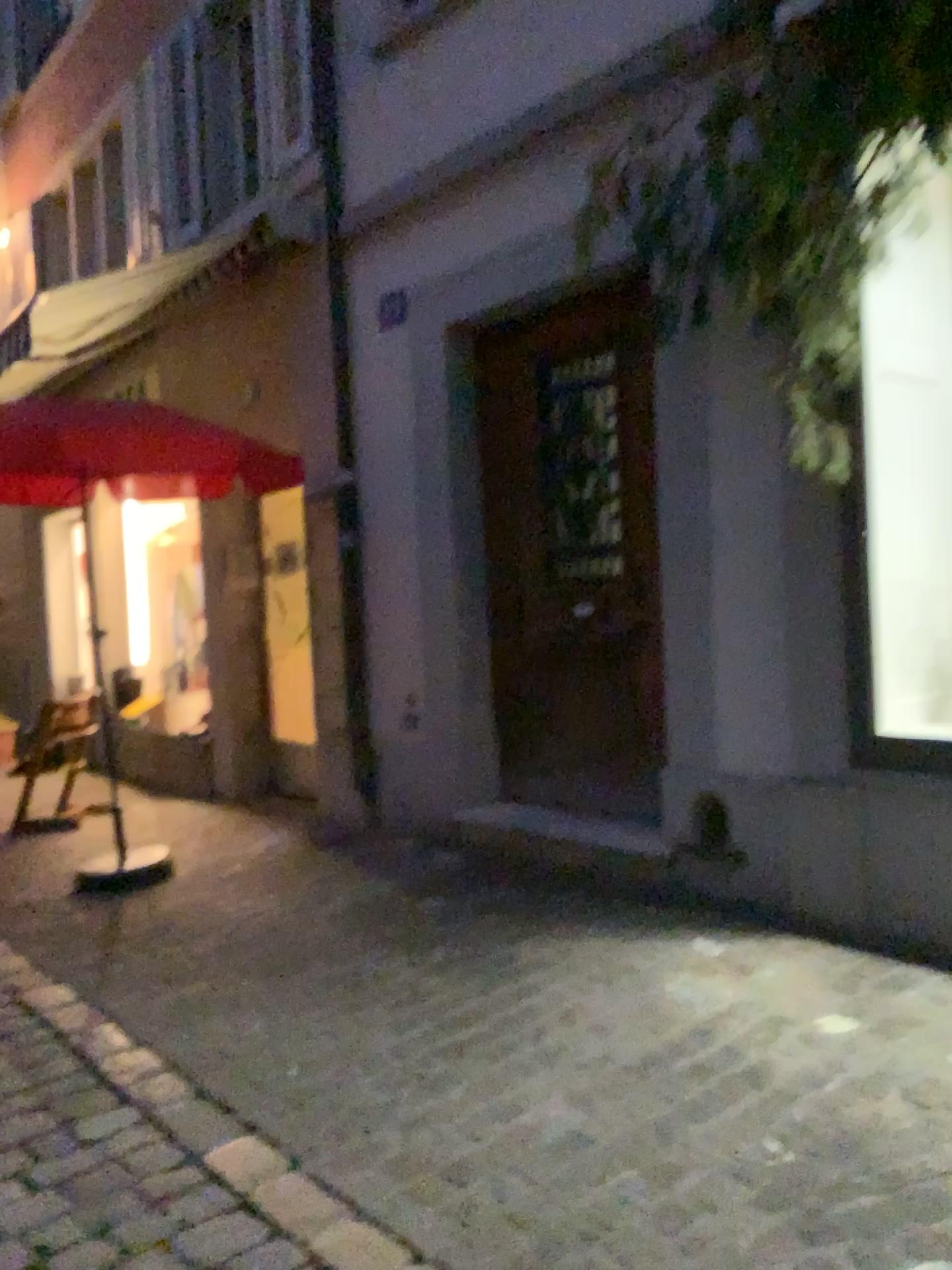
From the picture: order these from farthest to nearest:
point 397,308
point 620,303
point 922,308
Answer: point 397,308, point 620,303, point 922,308

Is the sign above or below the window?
above

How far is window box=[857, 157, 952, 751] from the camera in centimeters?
349cm

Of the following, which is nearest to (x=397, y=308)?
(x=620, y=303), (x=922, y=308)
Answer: (x=620, y=303)

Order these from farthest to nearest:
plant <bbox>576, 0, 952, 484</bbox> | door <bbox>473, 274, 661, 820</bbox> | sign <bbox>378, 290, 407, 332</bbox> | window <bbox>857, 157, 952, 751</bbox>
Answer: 1. sign <bbox>378, 290, 407, 332</bbox>
2. door <bbox>473, 274, 661, 820</bbox>
3. window <bbox>857, 157, 952, 751</bbox>
4. plant <bbox>576, 0, 952, 484</bbox>

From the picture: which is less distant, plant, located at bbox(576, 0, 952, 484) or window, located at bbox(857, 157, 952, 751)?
plant, located at bbox(576, 0, 952, 484)

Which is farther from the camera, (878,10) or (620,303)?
(620,303)

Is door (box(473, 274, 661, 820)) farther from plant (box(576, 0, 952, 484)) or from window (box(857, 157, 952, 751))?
window (box(857, 157, 952, 751))

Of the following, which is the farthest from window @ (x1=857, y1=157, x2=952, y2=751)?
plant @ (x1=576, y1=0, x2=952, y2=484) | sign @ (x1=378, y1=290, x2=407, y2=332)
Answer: sign @ (x1=378, y1=290, x2=407, y2=332)

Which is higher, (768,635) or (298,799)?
(768,635)
